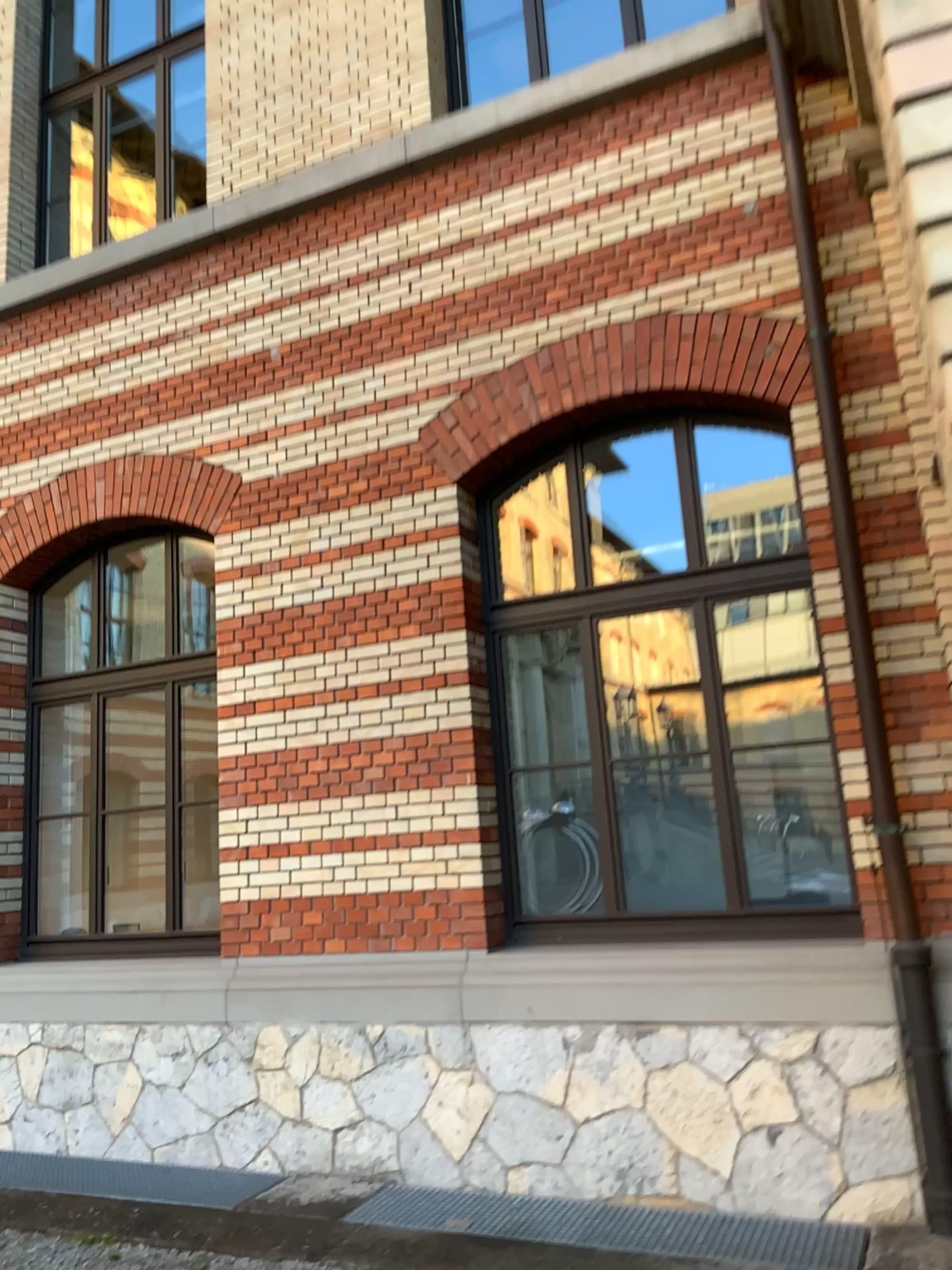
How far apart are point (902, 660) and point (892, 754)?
0.4 meters
